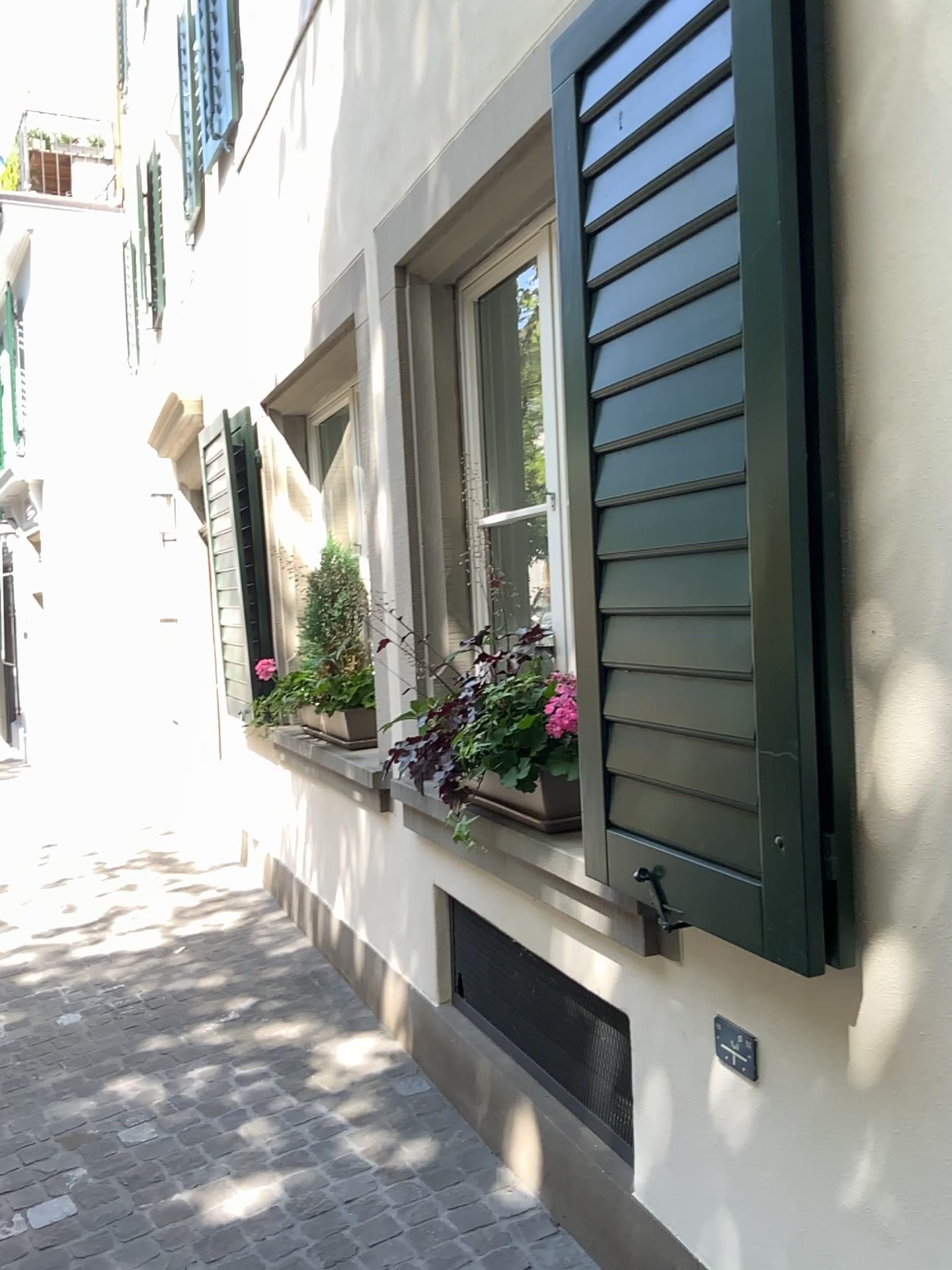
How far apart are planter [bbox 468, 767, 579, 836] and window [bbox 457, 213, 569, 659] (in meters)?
0.75

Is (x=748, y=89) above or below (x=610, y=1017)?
above

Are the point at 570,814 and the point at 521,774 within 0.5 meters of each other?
yes

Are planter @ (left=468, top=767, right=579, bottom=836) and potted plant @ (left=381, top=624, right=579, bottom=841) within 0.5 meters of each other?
yes

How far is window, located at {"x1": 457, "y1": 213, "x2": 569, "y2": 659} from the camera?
3.0 meters

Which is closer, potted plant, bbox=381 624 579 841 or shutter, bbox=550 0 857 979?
shutter, bbox=550 0 857 979

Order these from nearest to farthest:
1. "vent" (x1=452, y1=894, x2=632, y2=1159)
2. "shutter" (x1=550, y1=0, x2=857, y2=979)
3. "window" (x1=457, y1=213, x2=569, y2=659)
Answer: "shutter" (x1=550, y1=0, x2=857, y2=979), "vent" (x1=452, y1=894, x2=632, y2=1159), "window" (x1=457, y1=213, x2=569, y2=659)

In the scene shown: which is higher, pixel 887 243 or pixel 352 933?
pixel 887 243

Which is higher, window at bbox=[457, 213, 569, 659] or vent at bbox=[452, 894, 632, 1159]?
window at bbox=[457, 213, 569, 659]

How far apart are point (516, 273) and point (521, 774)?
1.5 meters
